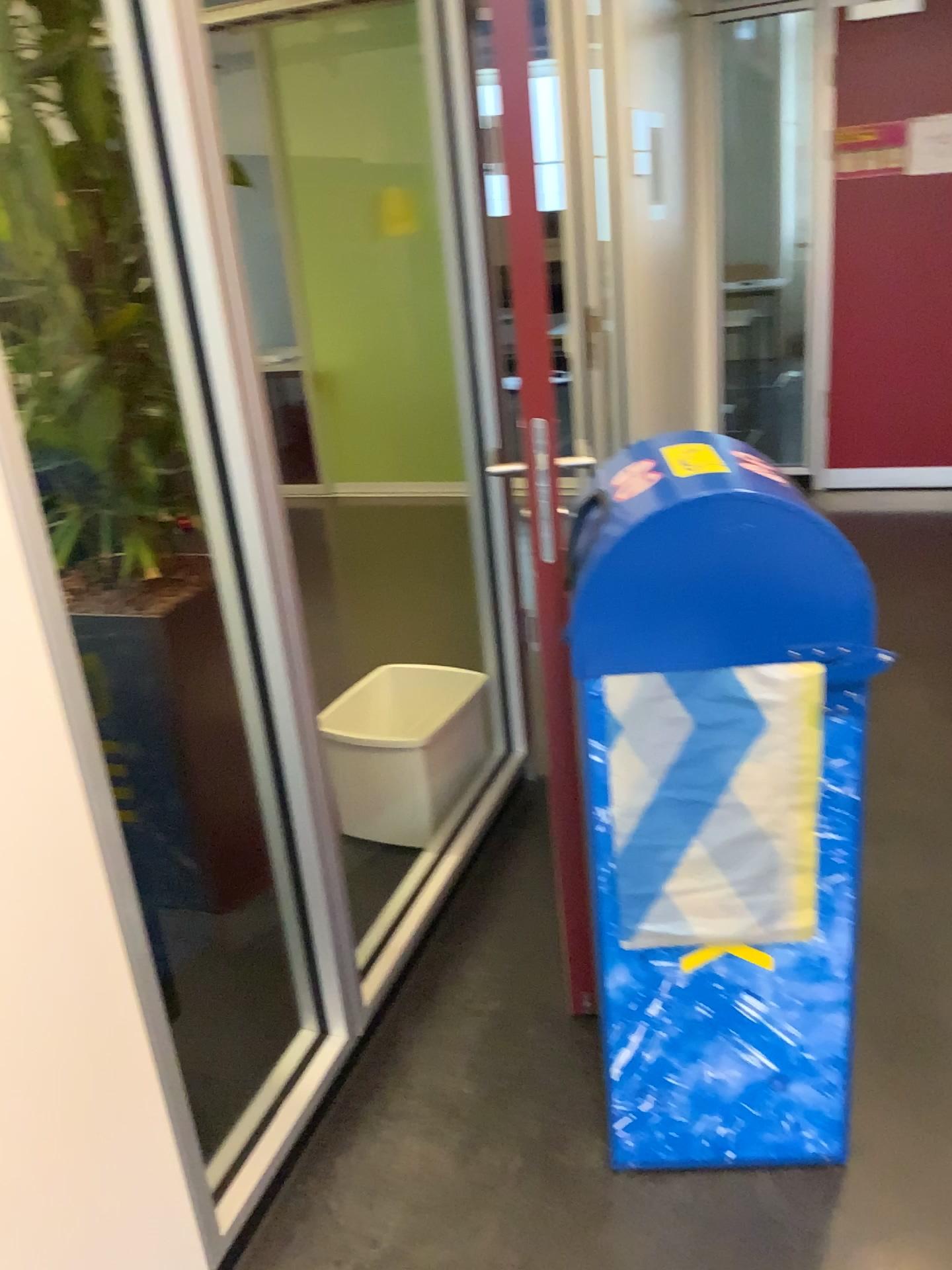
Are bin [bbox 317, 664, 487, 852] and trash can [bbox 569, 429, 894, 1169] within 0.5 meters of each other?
no

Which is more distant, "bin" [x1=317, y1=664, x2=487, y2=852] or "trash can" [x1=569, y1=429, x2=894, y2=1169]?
"bin" [x1=317, y1=664, x2=487, y2=852]

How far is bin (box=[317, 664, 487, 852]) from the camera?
2.49m

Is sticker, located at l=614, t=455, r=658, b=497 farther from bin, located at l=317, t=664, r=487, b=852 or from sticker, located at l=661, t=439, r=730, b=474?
bin, located at l=317, t=664, r=487, b=852

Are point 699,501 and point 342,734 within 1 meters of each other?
no

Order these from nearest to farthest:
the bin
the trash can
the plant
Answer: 1. the trash can
2. the plant
3. the bin

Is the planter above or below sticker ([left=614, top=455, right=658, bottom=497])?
below

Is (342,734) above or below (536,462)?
below

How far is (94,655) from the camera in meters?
2.0 m

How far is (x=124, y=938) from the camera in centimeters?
127cm
